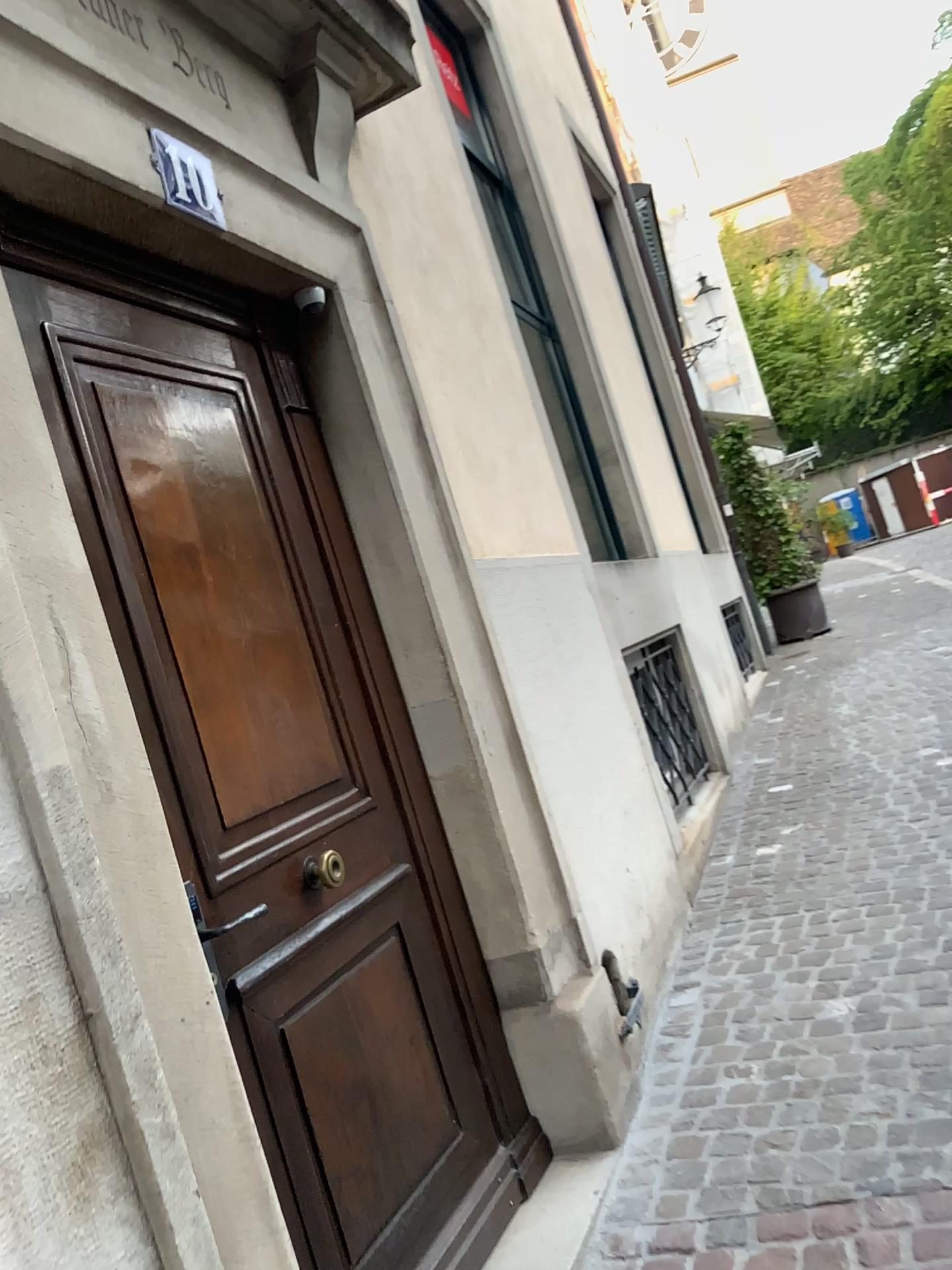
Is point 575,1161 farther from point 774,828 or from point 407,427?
point 774,828

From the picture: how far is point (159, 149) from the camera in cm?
212

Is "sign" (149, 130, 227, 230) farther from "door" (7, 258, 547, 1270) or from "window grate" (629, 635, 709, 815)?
"window grate" (629, 635, 709, 815)

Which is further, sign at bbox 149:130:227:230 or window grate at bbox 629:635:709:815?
window grate at bbox 629:635:709:815

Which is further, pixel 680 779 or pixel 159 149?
pixel 680 779

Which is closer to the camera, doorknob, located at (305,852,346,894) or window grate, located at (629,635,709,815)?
doorknob, located at (305,852,346,894)

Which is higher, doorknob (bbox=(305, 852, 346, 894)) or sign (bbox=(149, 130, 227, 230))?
sign (bbox=(149, 130, 227, 230))

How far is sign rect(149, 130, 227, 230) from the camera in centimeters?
212cm

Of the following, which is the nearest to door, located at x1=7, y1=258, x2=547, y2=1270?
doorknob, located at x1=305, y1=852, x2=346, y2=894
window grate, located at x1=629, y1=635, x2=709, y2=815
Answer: doorknob, located at x1=305, y1=852, x2=346, y2=894

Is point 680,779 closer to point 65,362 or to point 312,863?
point 312,863
